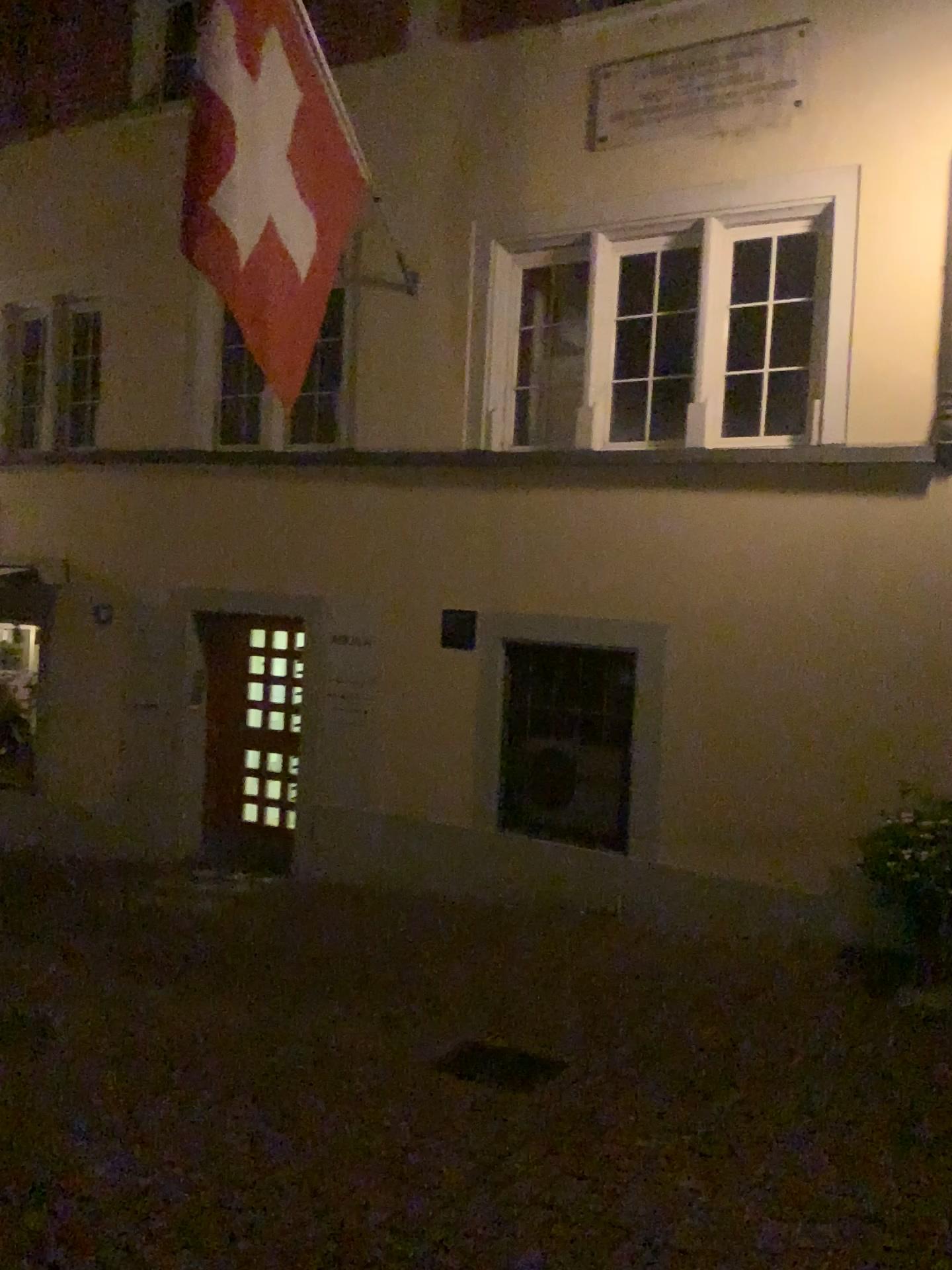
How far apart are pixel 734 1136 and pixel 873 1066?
0.9 meters
